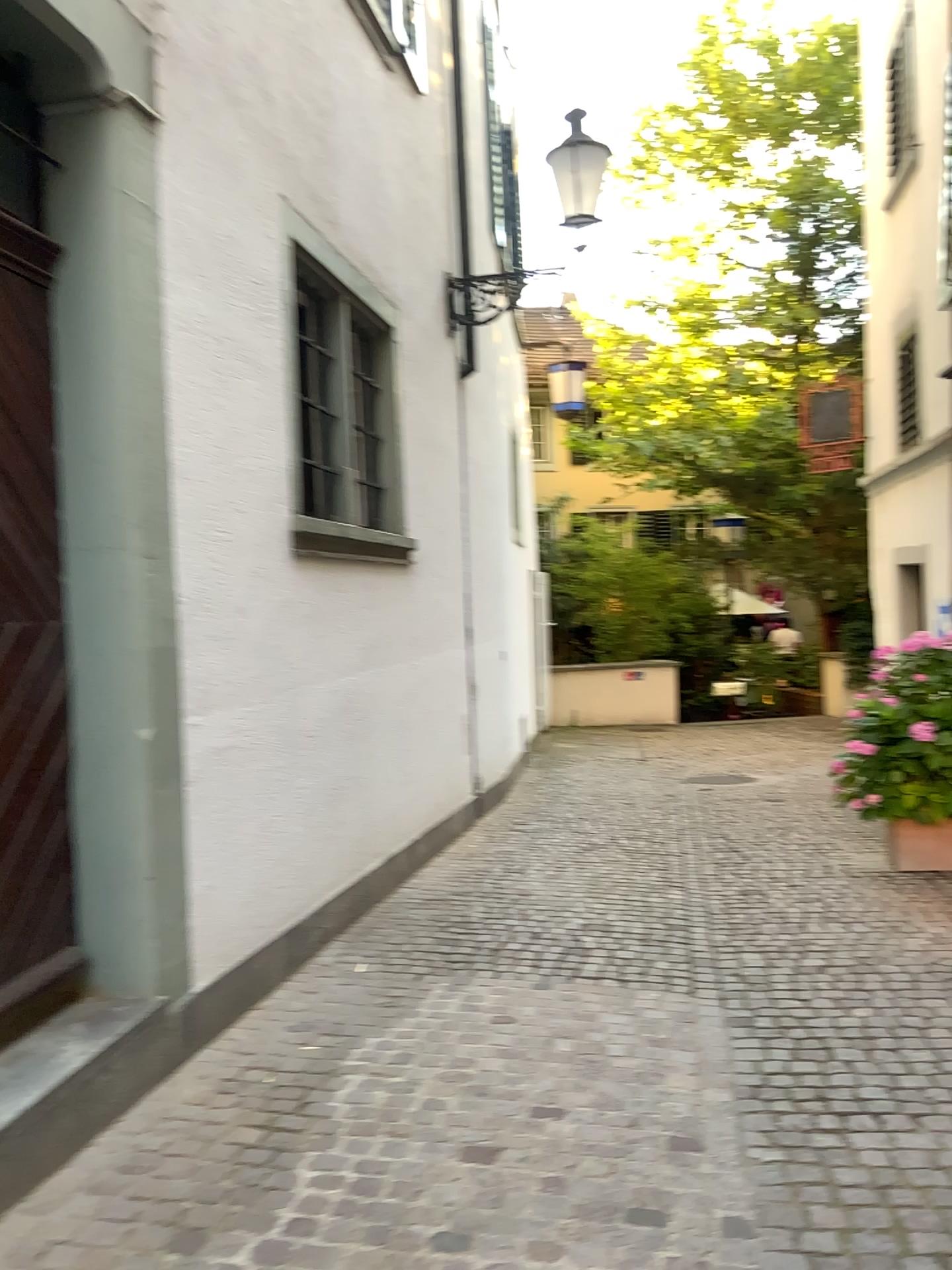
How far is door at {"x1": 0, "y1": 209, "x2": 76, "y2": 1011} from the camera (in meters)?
2.97

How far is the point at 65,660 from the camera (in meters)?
3.18

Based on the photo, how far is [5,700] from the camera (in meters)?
2.97
